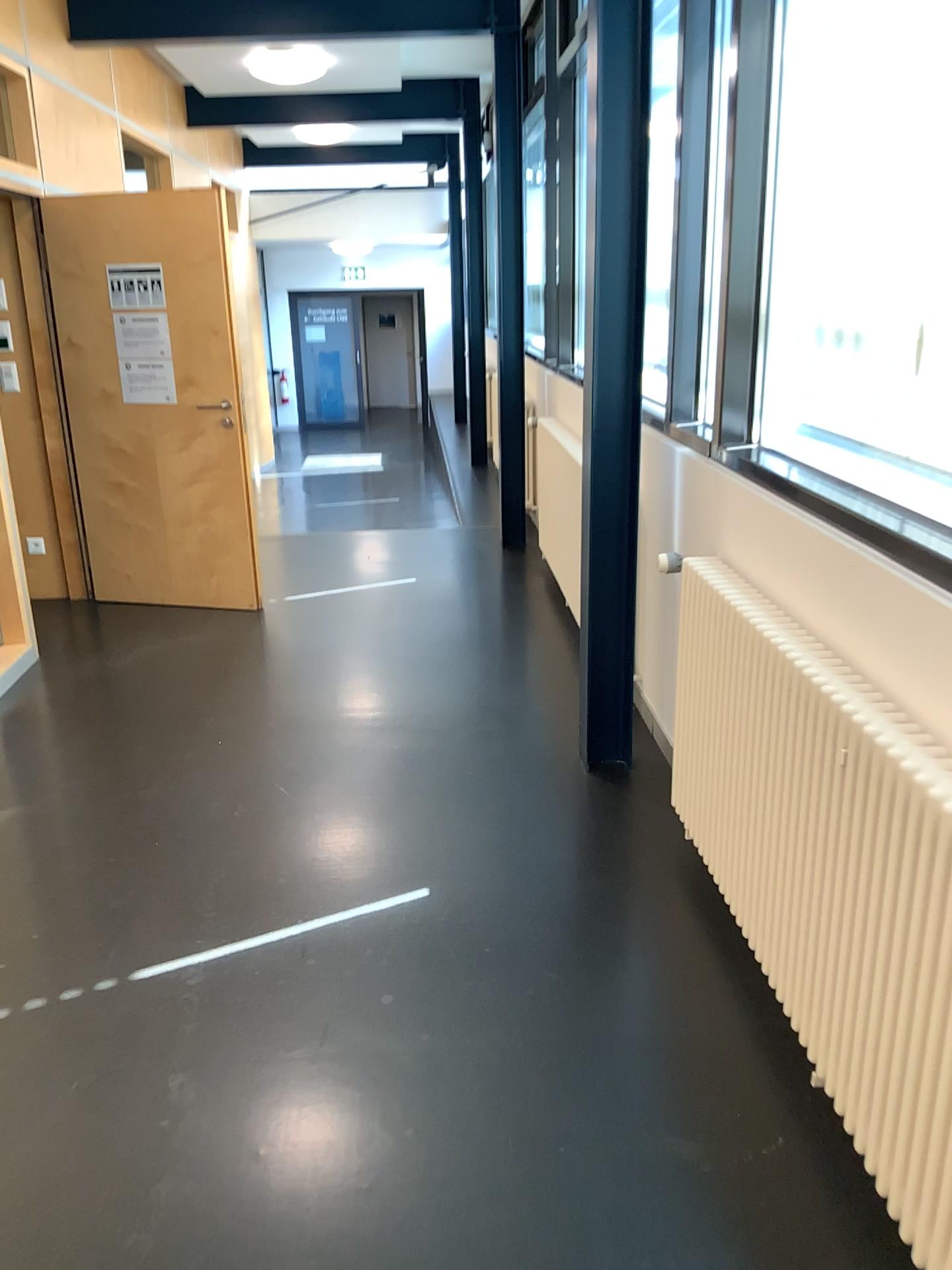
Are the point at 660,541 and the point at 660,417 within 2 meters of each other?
yes
